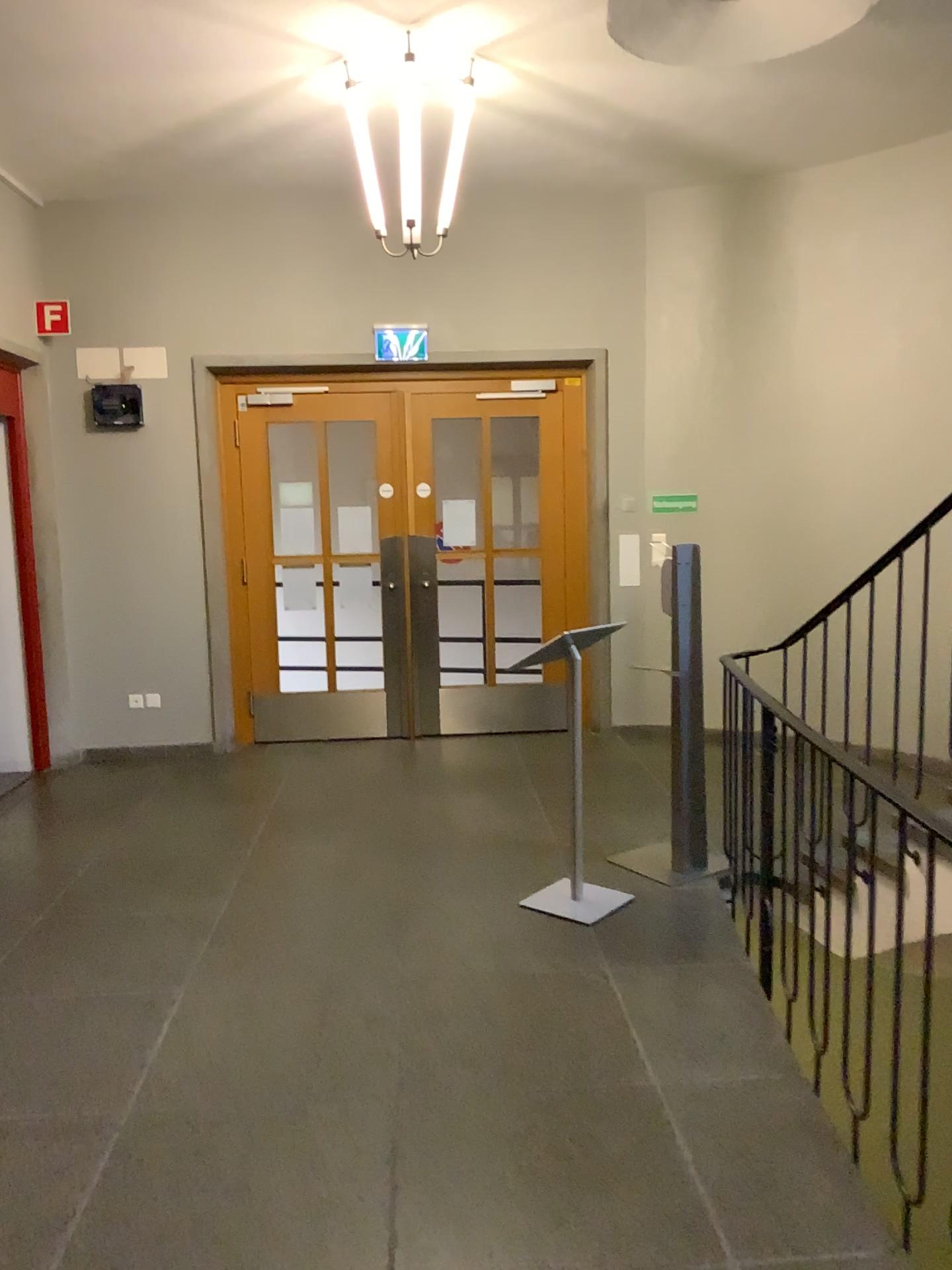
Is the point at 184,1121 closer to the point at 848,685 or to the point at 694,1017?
the point at 694,1017
